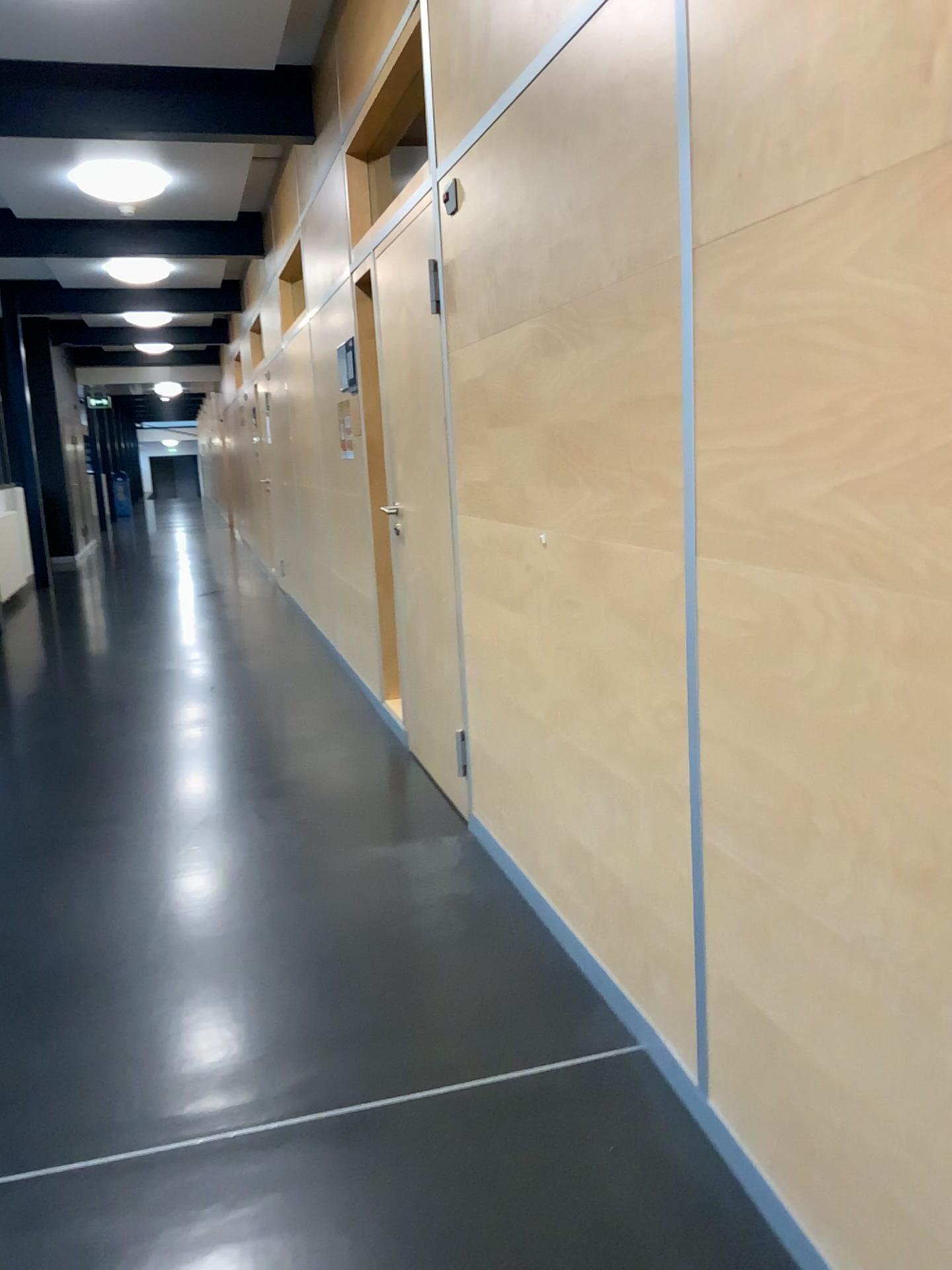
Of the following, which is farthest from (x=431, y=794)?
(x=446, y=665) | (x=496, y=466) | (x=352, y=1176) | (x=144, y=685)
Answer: (x=144, y=685)
